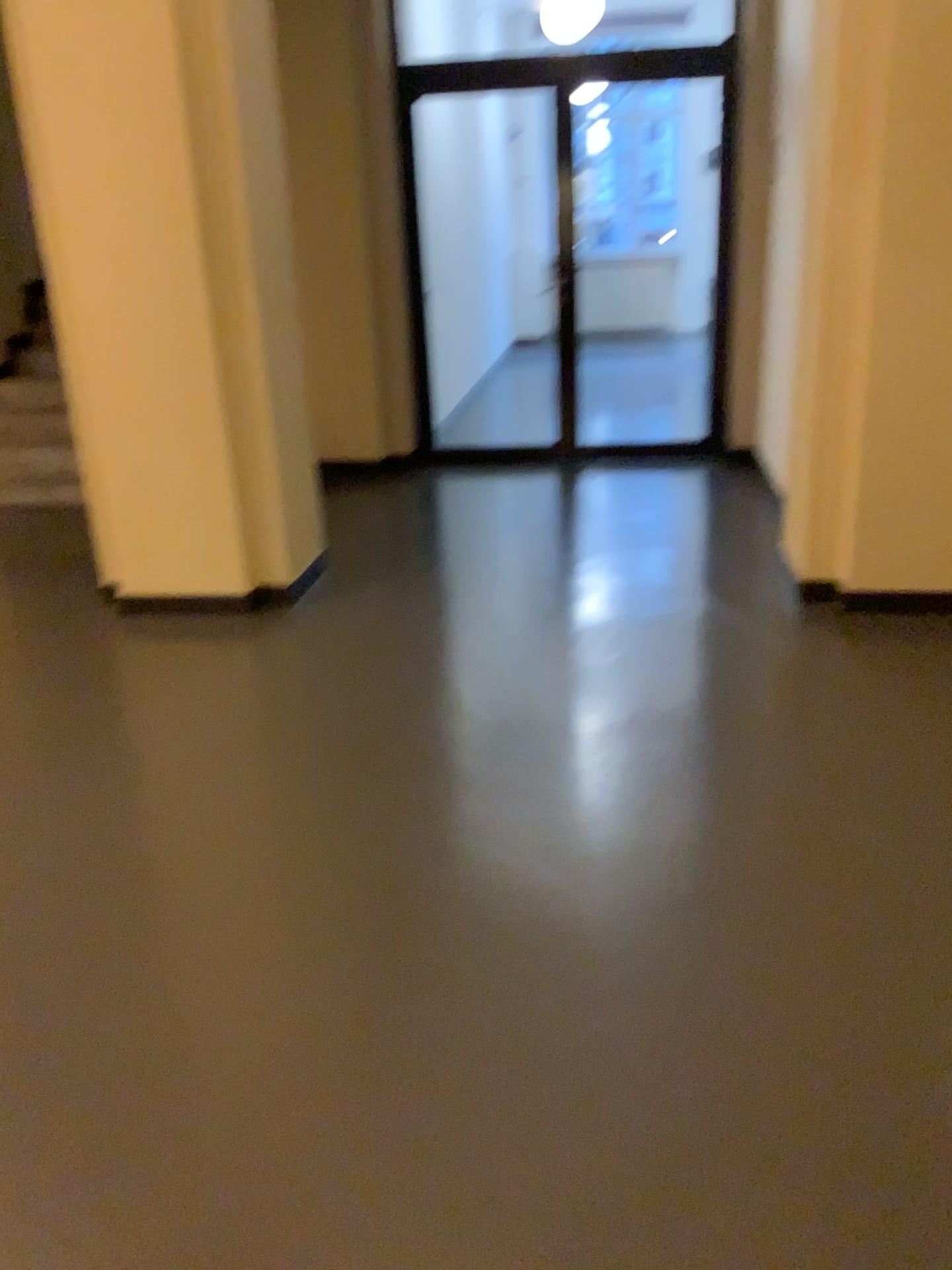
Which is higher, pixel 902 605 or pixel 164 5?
pixel 164 5

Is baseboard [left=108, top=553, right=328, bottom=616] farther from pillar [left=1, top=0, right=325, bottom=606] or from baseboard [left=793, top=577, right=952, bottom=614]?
baseboard [left=793, top=577, right=952, bottom=614]

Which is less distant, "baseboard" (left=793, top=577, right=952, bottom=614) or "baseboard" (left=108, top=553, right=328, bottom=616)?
"baseboard" (left=793, top=577, right=952, bottom=614)

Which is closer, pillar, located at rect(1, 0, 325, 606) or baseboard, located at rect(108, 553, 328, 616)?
pillar, located at rect(1, 0, 325, 606)

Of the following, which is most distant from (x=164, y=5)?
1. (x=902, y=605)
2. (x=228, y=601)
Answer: (x=902, y=605)

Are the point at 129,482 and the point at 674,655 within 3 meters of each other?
yes

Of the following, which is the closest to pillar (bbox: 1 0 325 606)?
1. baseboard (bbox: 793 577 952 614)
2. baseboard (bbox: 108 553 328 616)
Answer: baseboard (bbox: 108 553 328 616)

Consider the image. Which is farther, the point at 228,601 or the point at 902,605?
the point at 228,601
